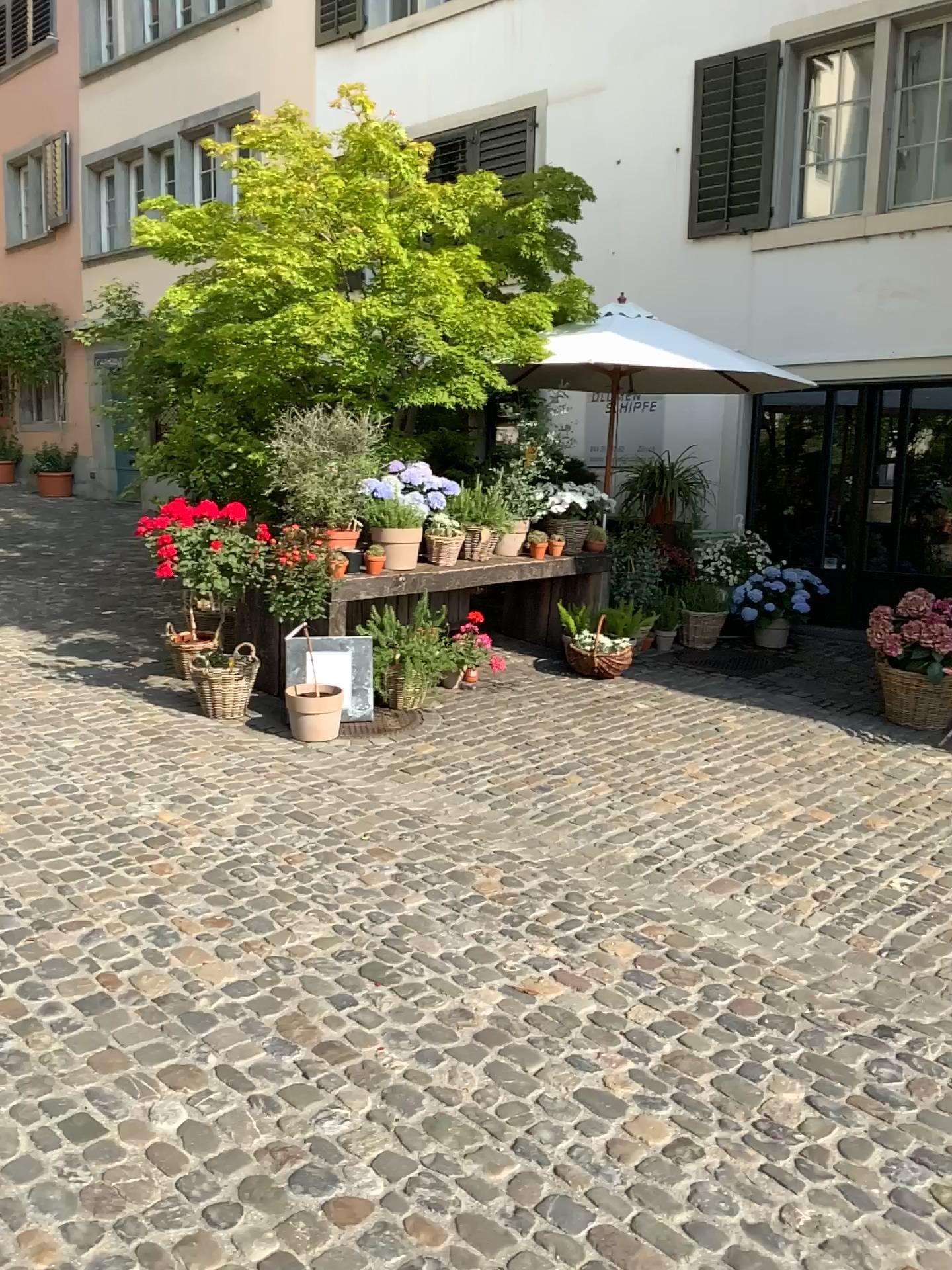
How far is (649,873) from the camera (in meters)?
3.82
